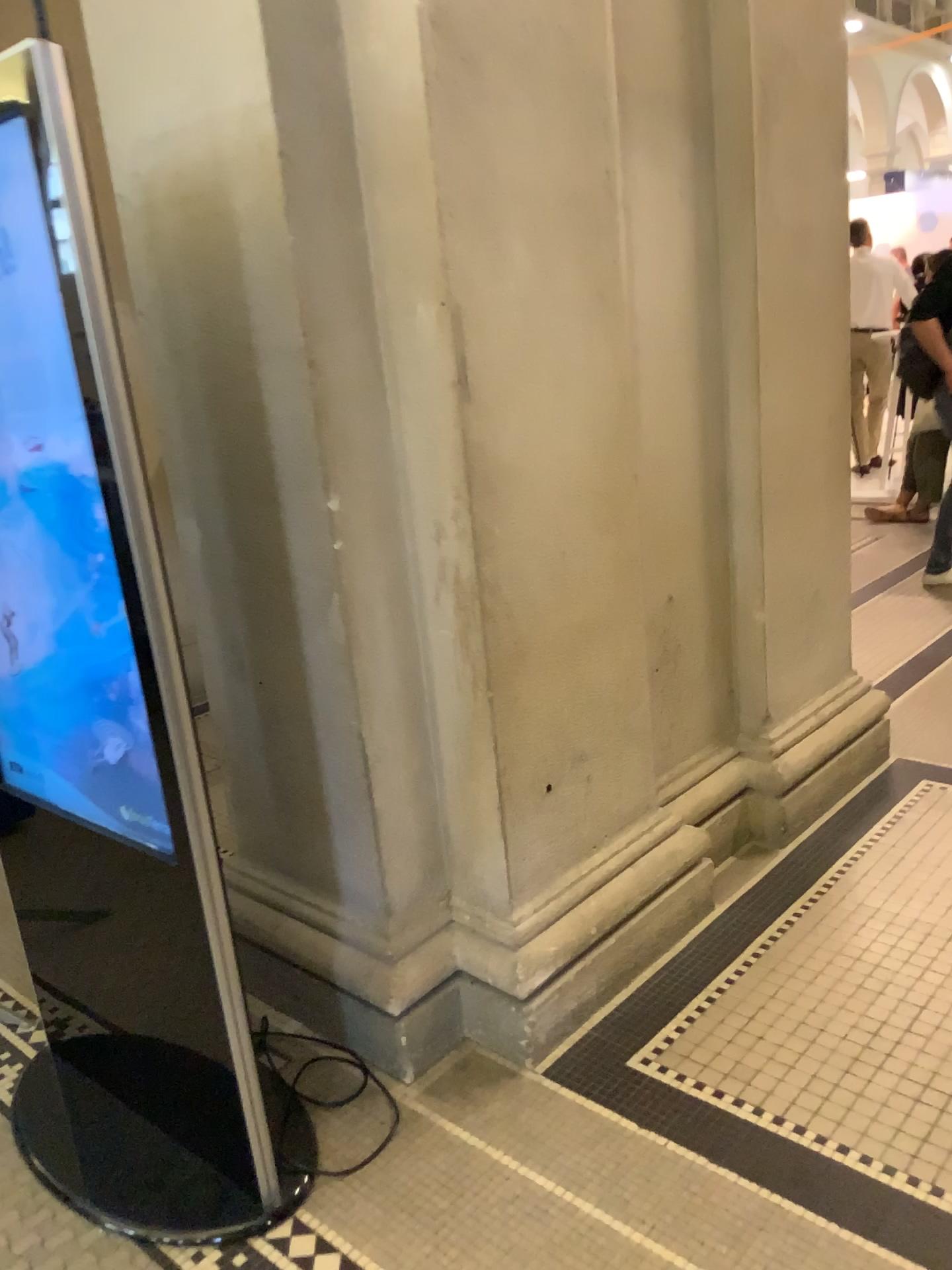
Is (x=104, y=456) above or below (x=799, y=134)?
below
